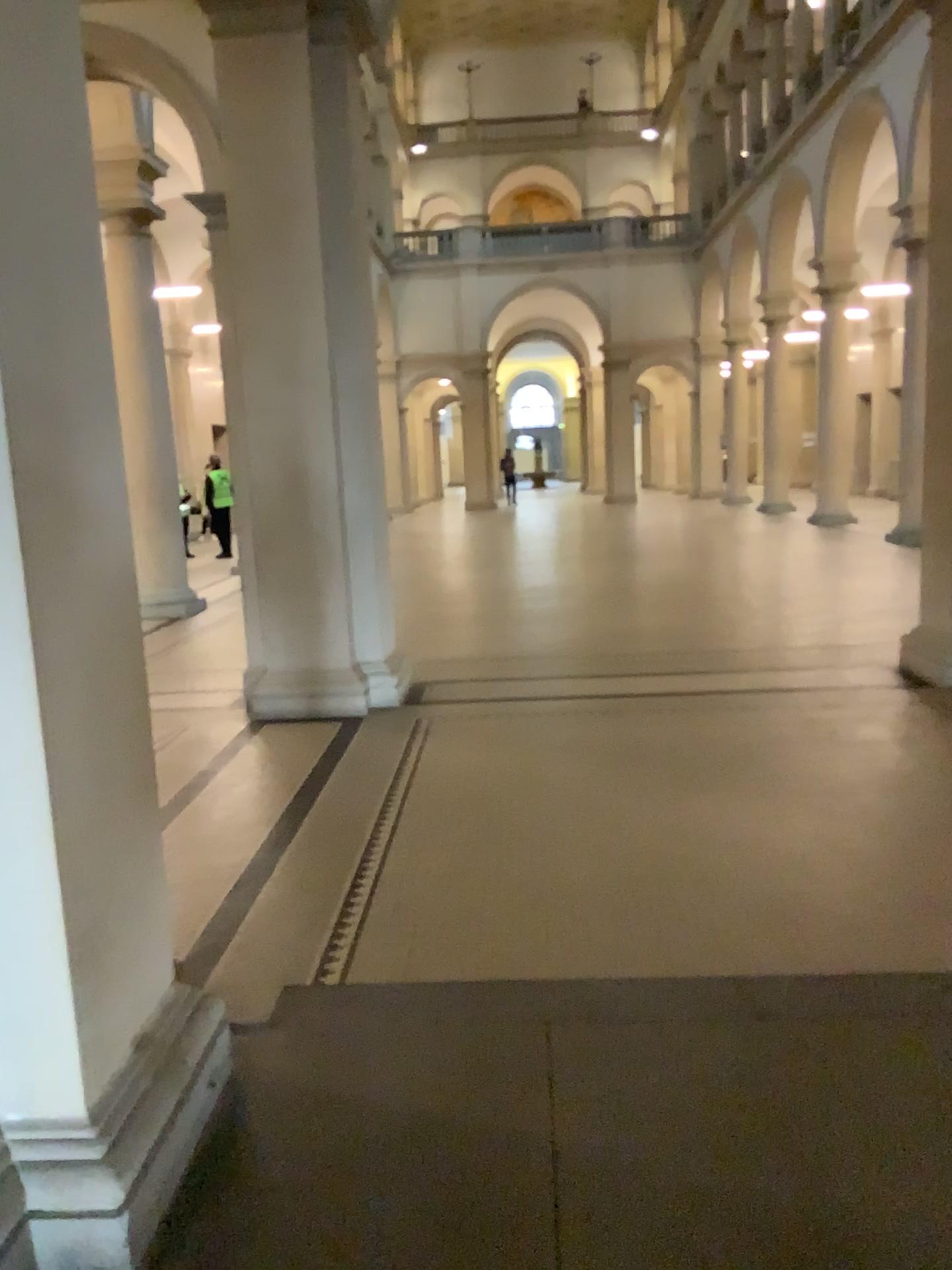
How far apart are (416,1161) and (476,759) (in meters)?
2.93

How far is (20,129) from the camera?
1.9m

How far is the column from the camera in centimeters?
189cm
